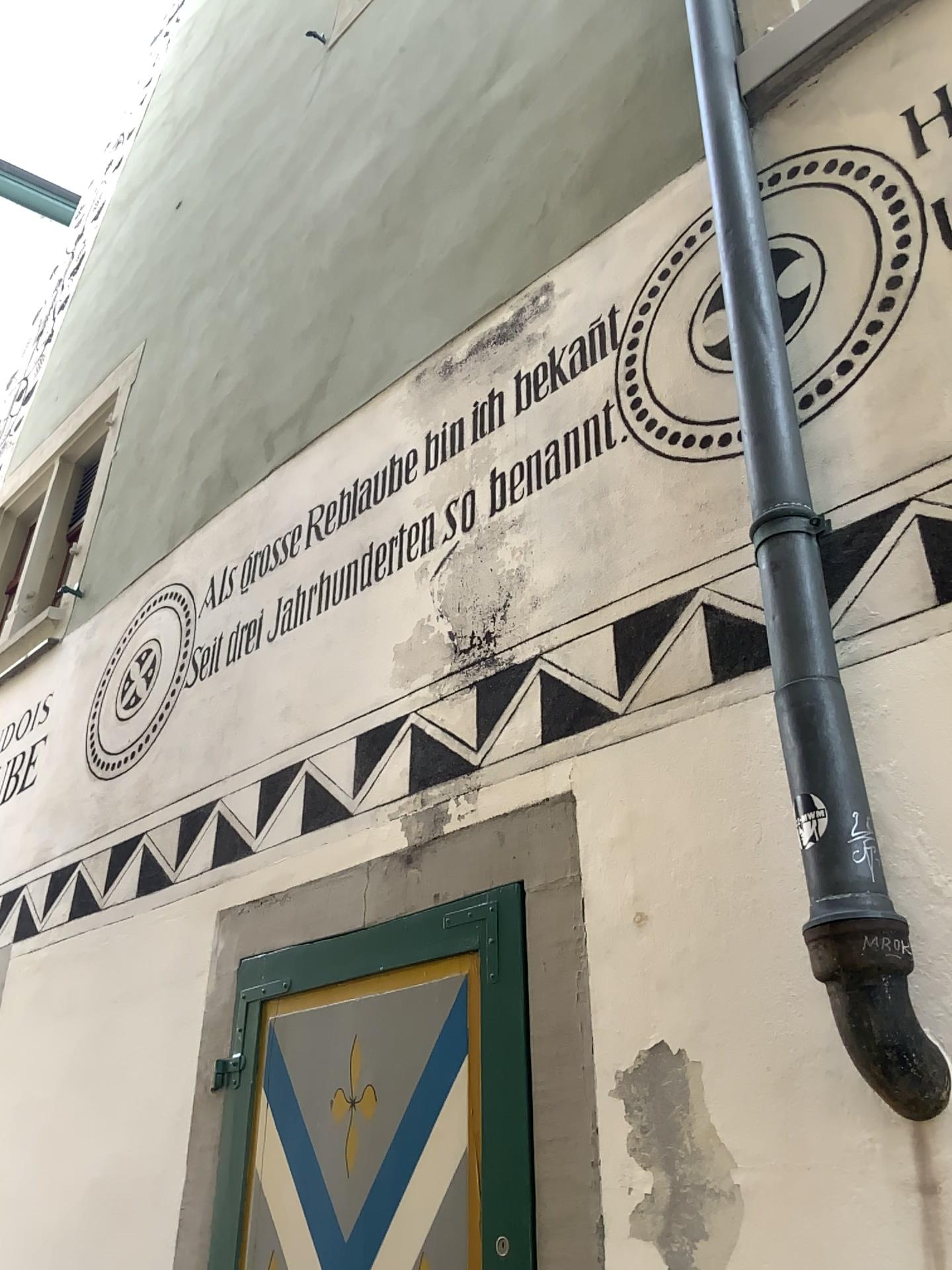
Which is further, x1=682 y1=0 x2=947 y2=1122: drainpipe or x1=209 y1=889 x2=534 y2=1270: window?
x1=209 y1=889 x2=534 y2=1270: window

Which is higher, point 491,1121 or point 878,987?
point 878,987

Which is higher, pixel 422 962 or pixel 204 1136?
pixel 422 962

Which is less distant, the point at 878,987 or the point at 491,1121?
the point at 878,987
